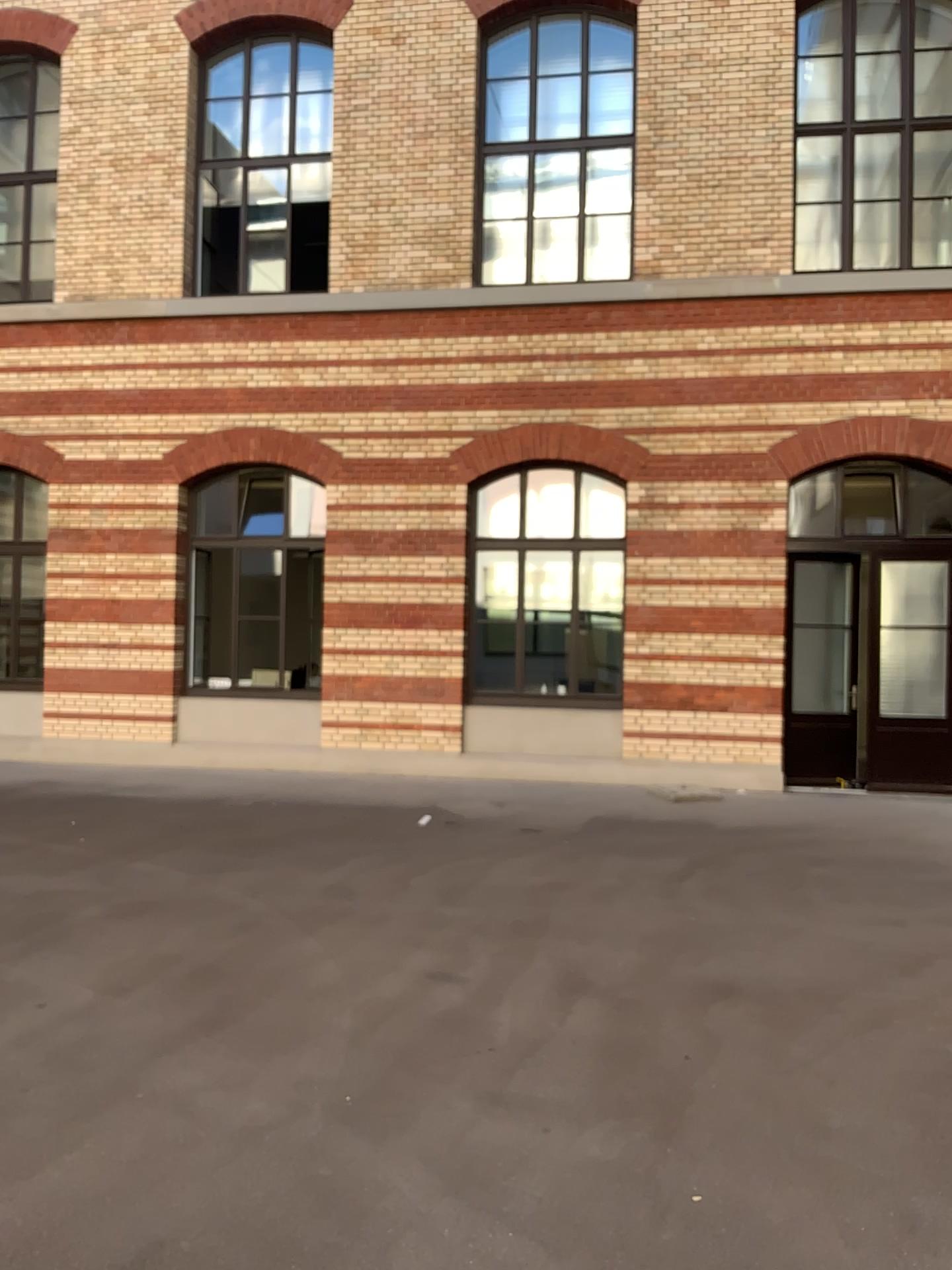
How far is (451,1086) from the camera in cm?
357
